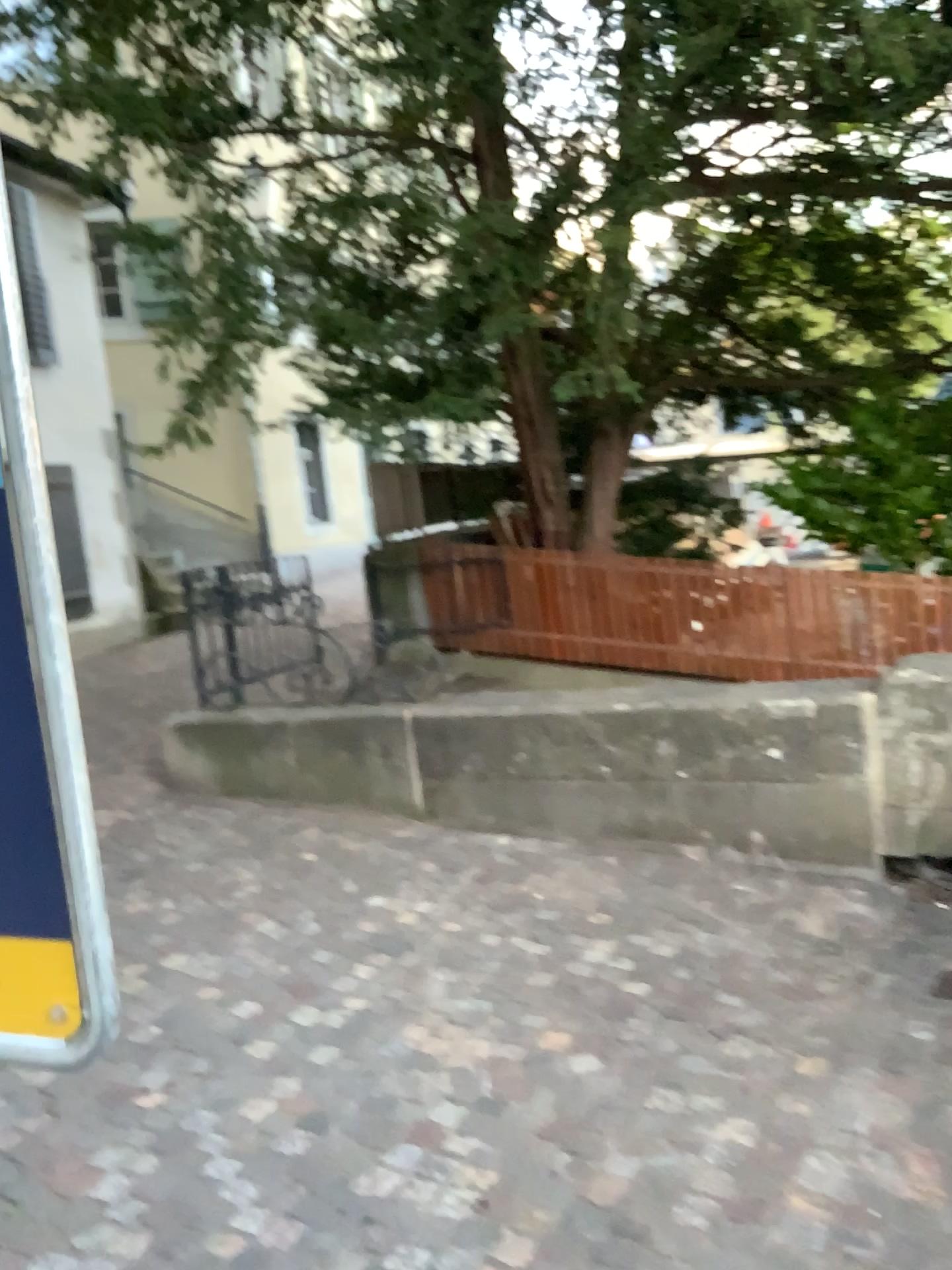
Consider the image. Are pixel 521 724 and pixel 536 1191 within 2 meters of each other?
no

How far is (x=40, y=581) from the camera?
0.9 meters

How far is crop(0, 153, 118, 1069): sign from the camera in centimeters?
88cm
